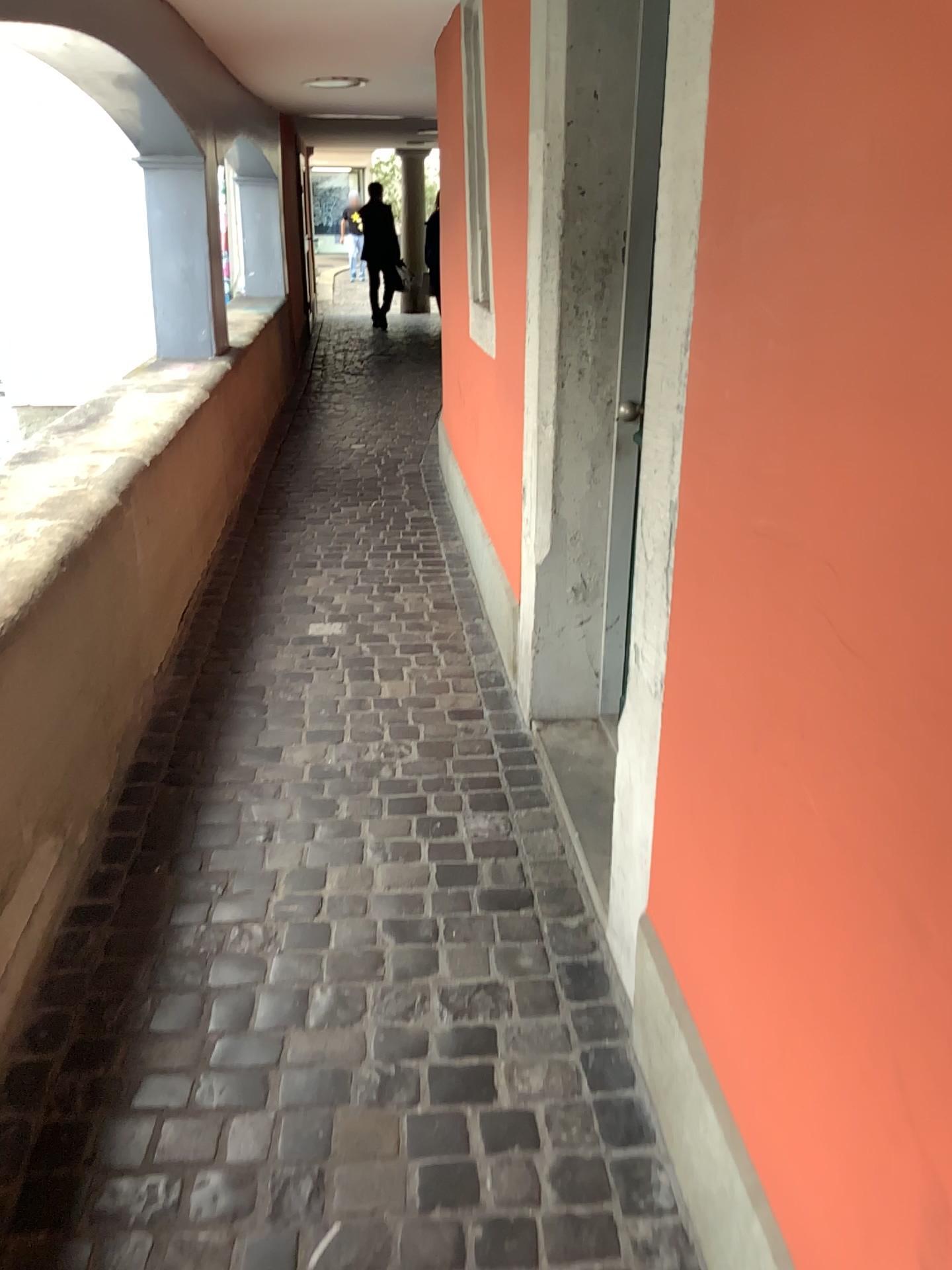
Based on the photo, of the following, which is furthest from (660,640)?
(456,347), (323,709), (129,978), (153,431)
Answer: (456,347)
